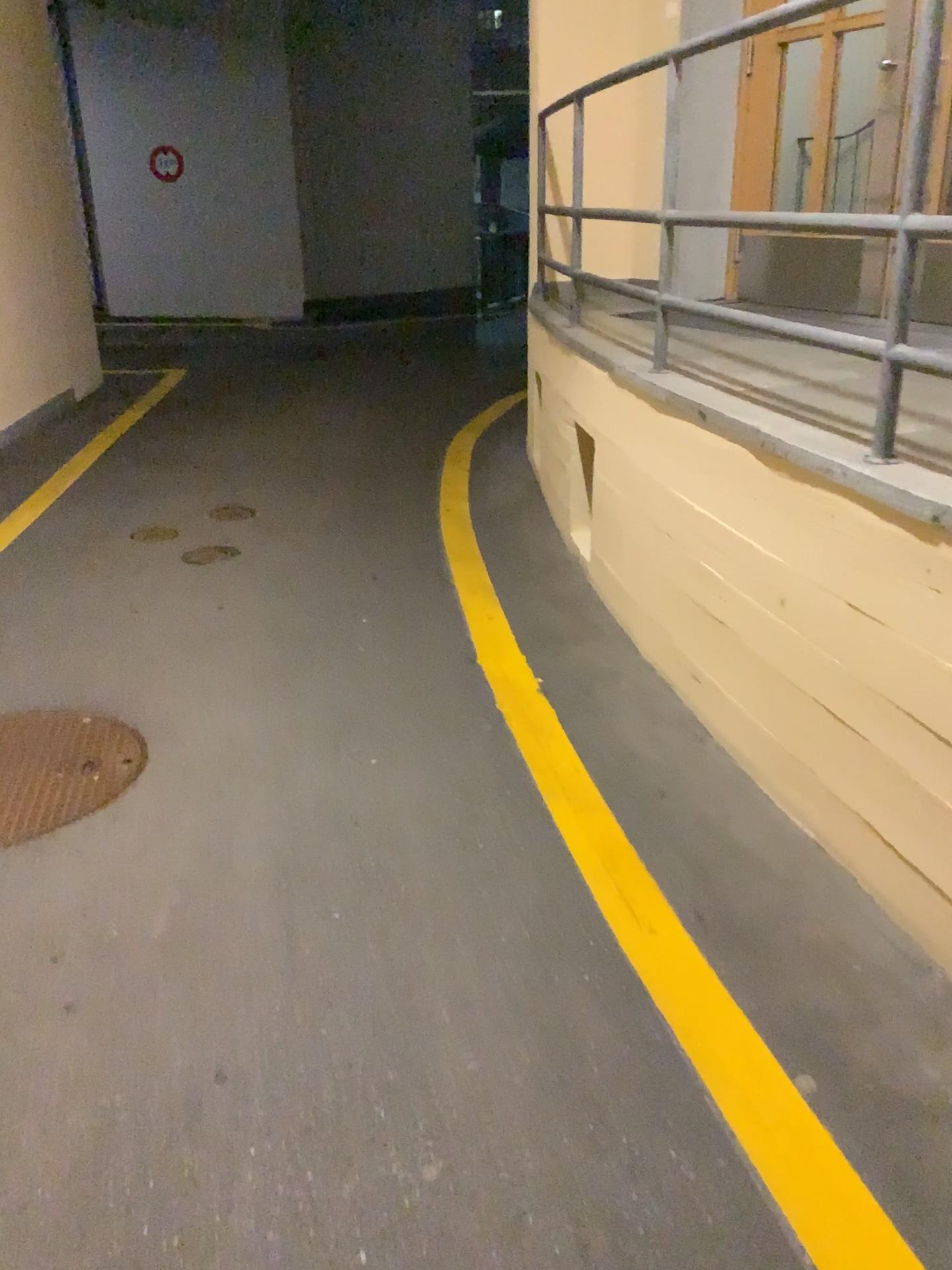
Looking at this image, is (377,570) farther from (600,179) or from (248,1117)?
(248,1117)
